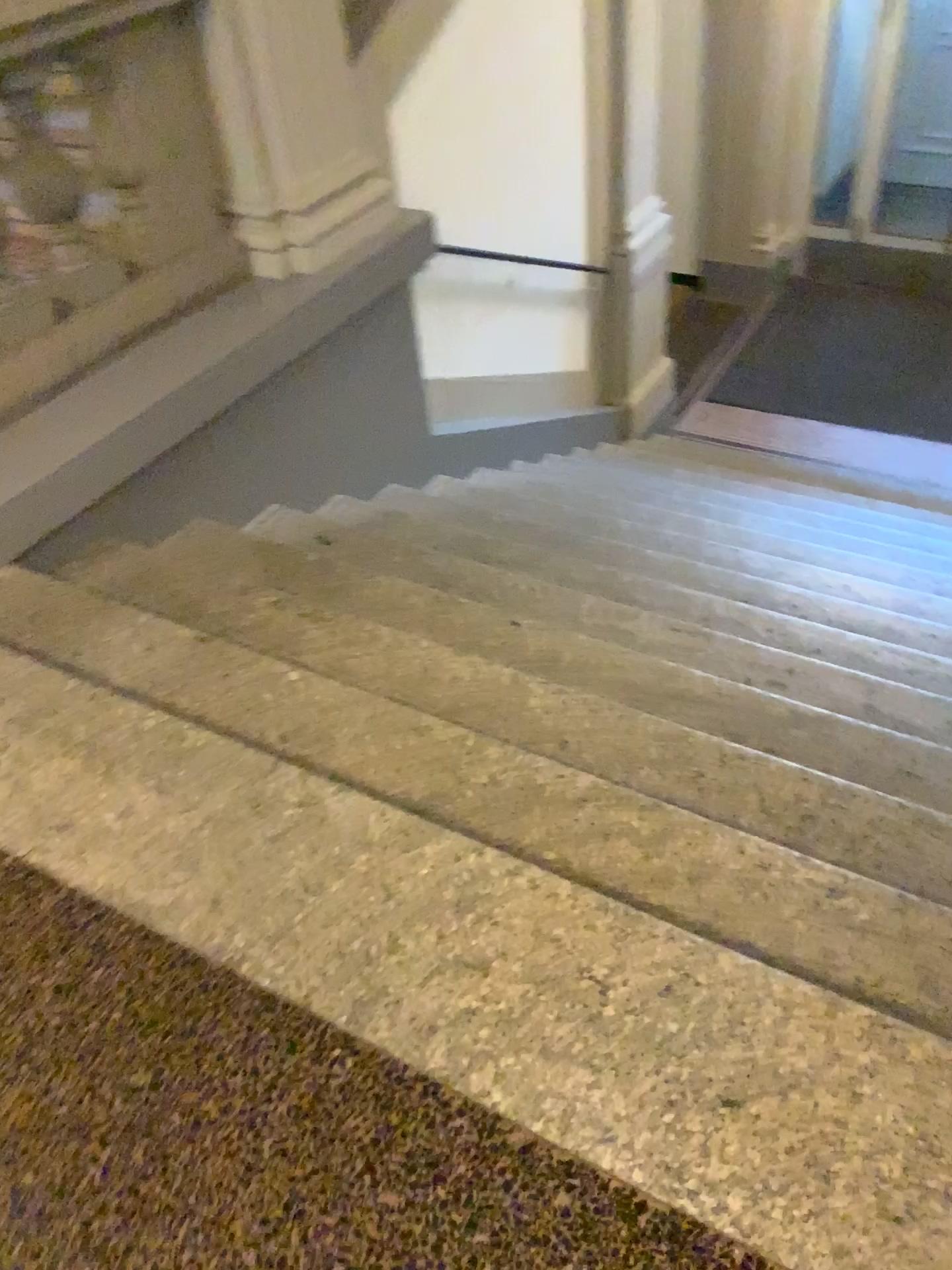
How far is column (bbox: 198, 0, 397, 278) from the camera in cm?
320

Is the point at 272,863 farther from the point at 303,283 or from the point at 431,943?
the point at 303,283

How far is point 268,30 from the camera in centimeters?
320cm
